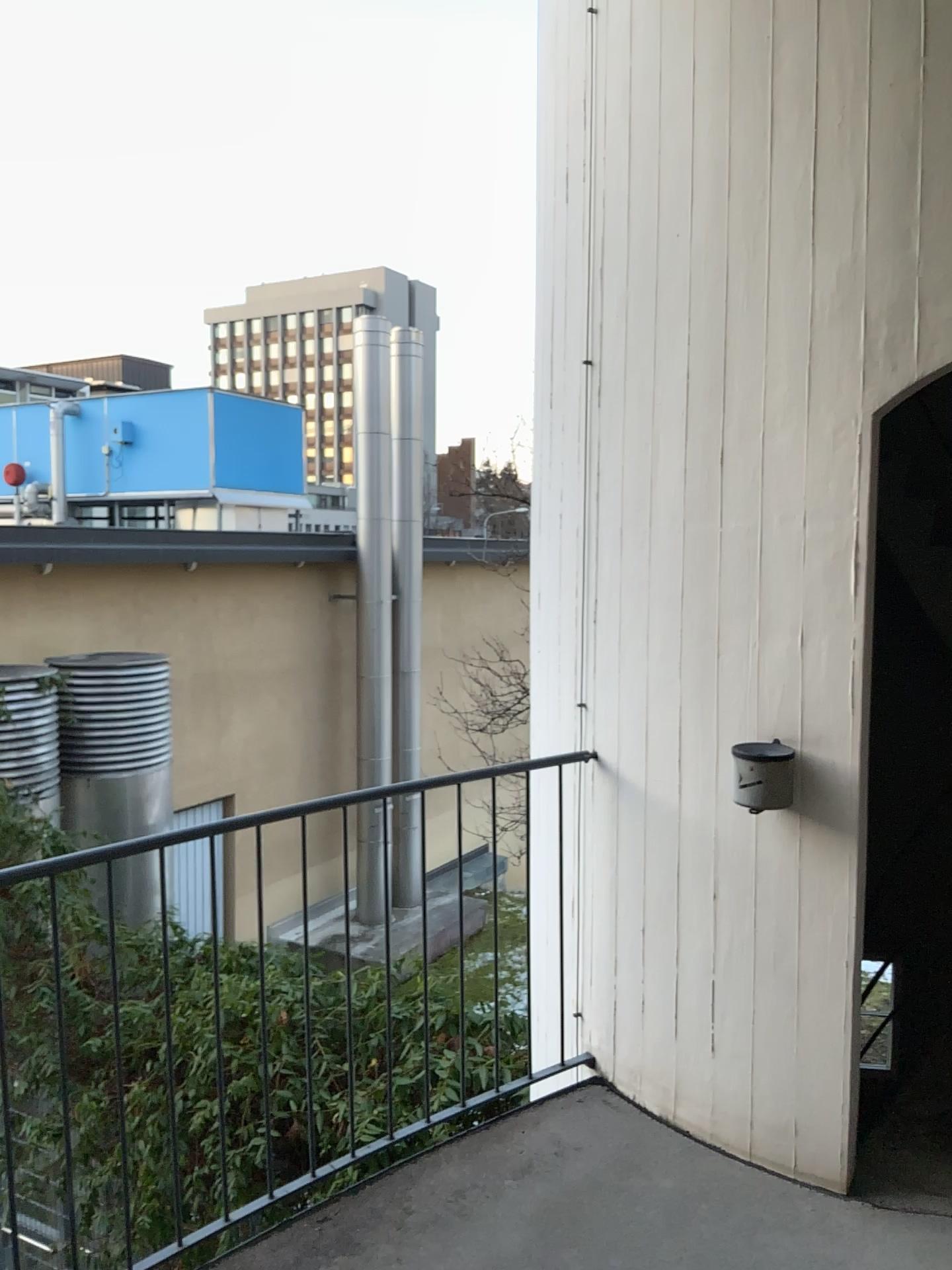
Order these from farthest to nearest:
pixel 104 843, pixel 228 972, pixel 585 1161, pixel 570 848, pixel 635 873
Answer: pixel 570 848 → pixel 635 873 → pixel 585 1161 → pixel 228 972 → pixel 104 843
